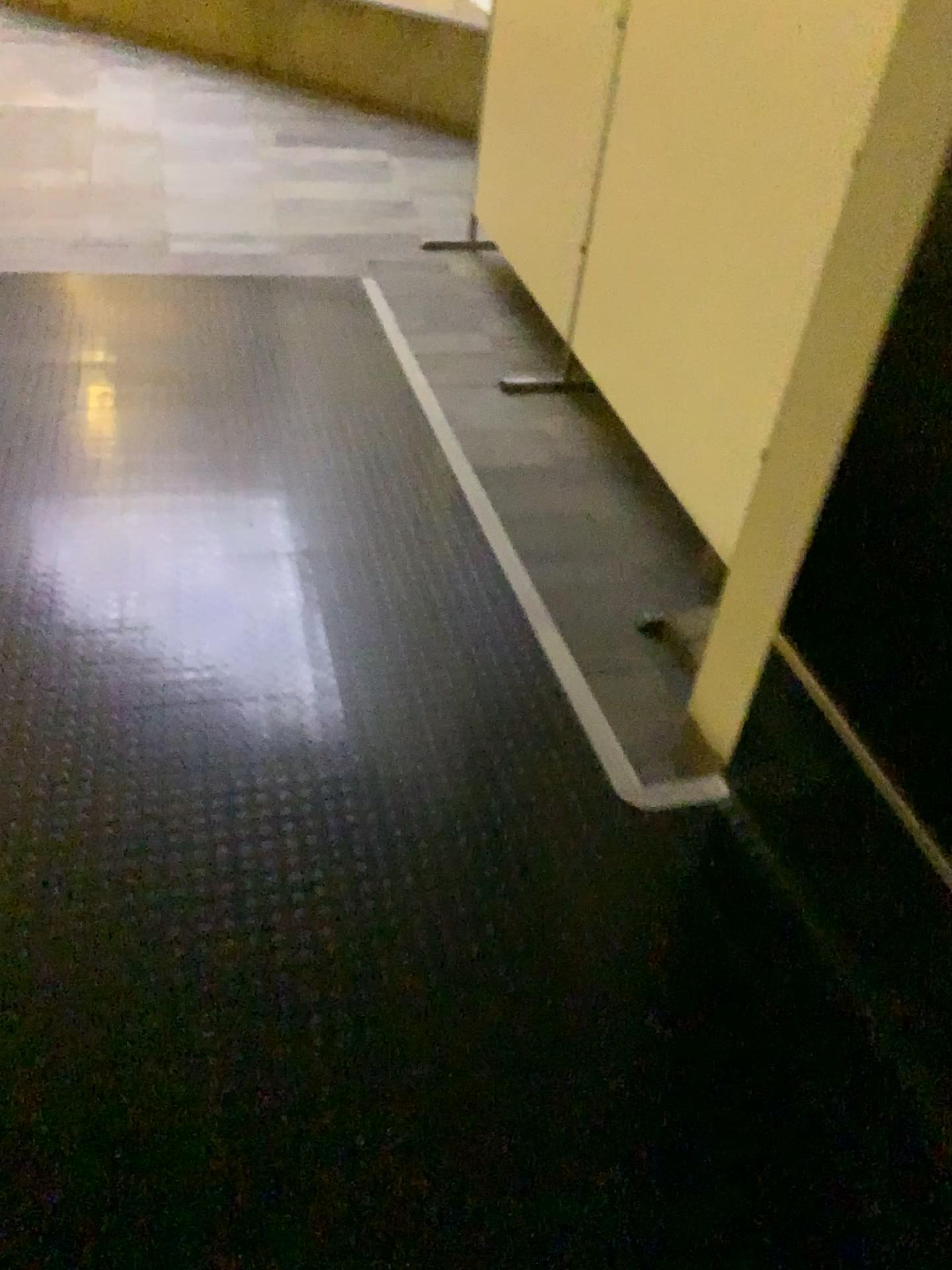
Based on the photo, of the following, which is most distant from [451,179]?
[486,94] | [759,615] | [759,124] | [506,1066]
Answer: [506,1066]
